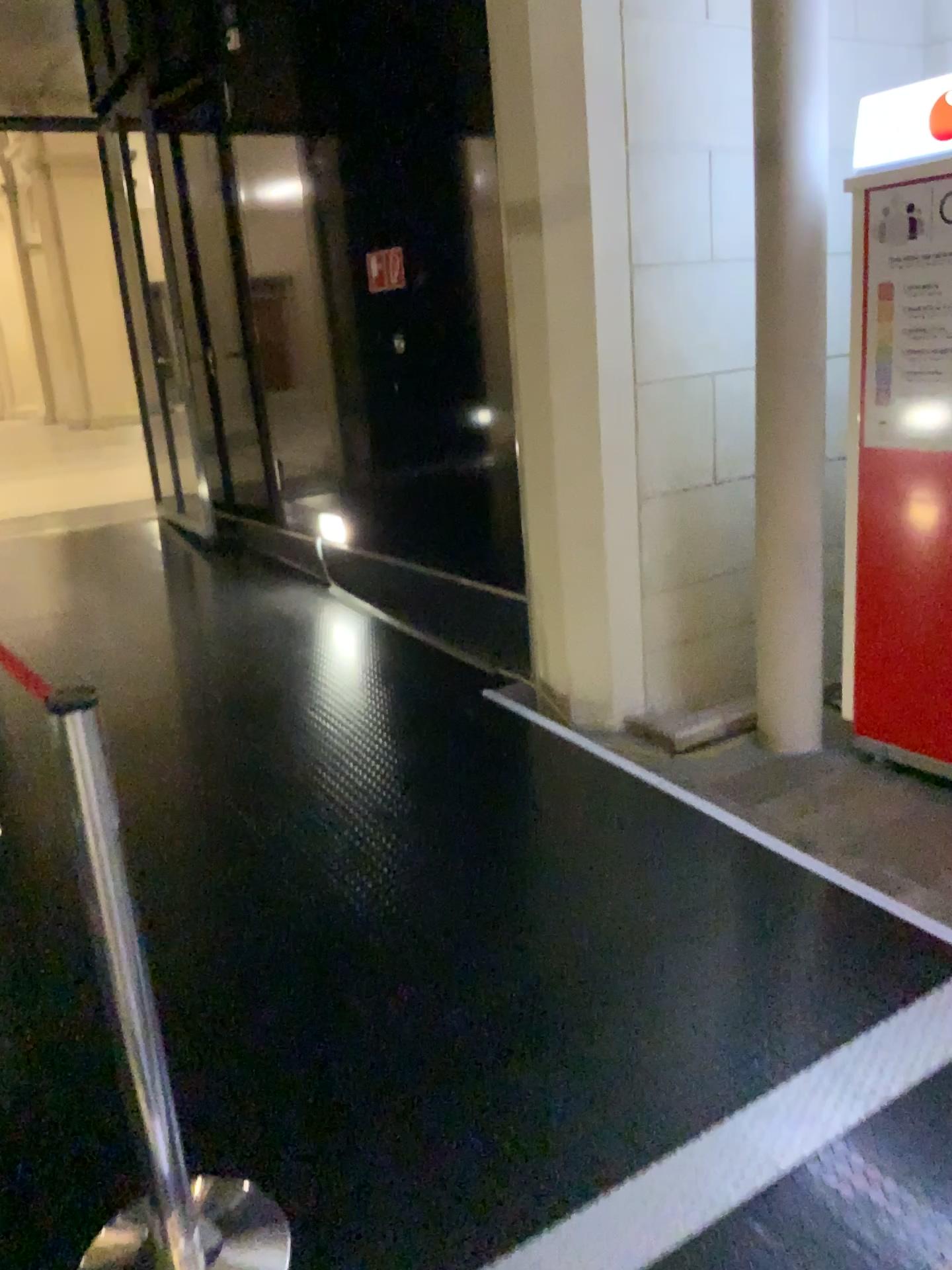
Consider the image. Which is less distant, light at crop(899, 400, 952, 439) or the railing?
the railing

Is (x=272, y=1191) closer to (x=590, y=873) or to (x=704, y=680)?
(x=590, y=873)

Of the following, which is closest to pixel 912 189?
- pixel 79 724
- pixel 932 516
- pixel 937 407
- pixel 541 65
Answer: pixel 937 407

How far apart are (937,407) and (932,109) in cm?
81

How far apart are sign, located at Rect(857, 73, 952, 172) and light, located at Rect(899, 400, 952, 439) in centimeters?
68cm

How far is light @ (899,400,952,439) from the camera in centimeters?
303cm

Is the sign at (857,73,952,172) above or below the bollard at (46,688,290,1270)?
above

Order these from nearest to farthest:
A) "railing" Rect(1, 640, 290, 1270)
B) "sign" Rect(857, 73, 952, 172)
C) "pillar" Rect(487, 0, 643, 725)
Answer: "railing" Rect(1, 640, 290, 1270) → "sign" Rect(857, 73, 952, 172) → "pillar" Rect(487, 0, 643, 725)

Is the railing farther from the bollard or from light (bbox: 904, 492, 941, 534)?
light (bbox: 904, 492, 941, 534)

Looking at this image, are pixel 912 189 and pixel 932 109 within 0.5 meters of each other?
yes
